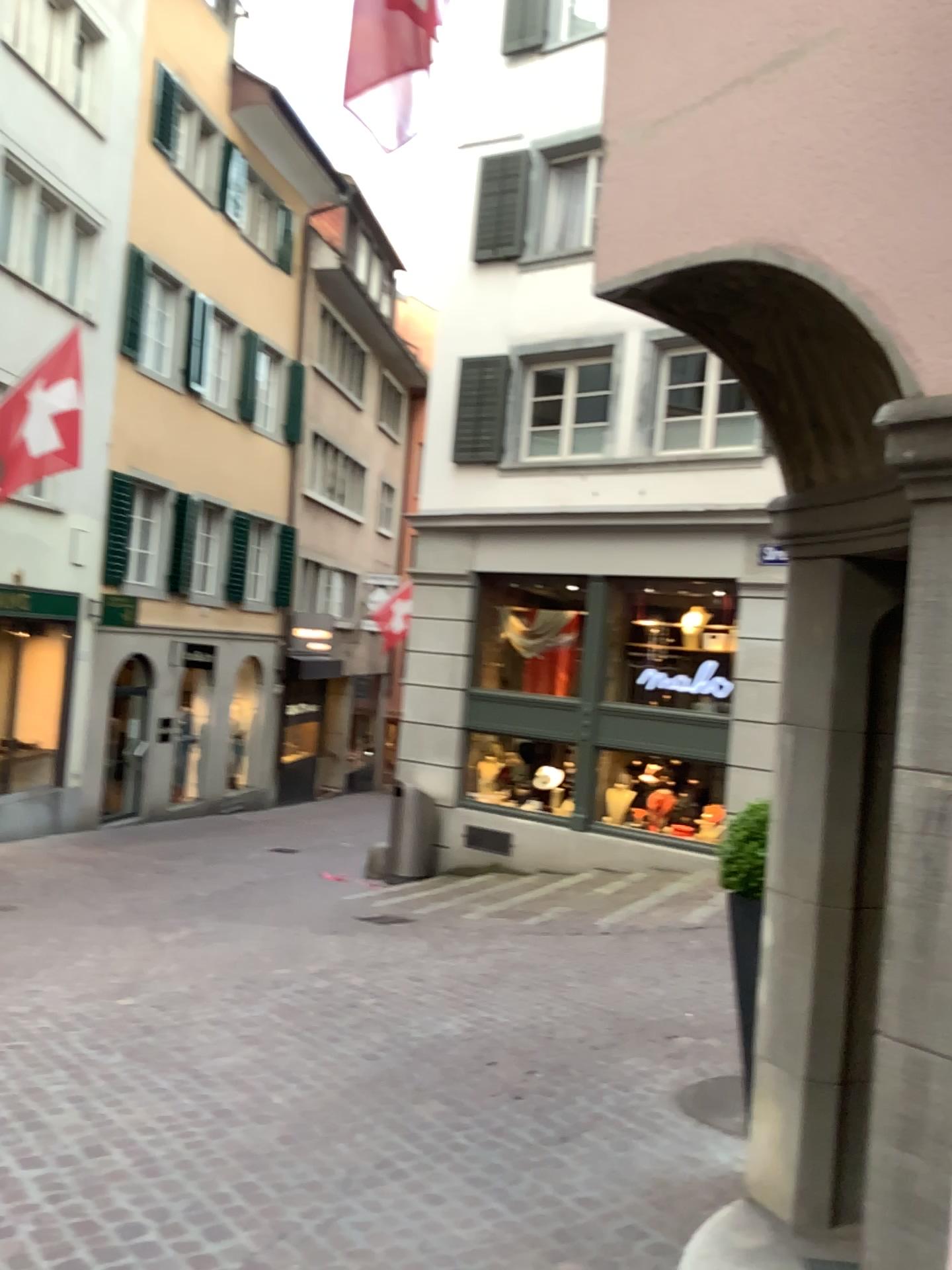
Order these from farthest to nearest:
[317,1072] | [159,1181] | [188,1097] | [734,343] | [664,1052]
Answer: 1. [664,1052]
2. [317,1072]
3. [188,1097]
4. [159,1181]
5. [734,343]
